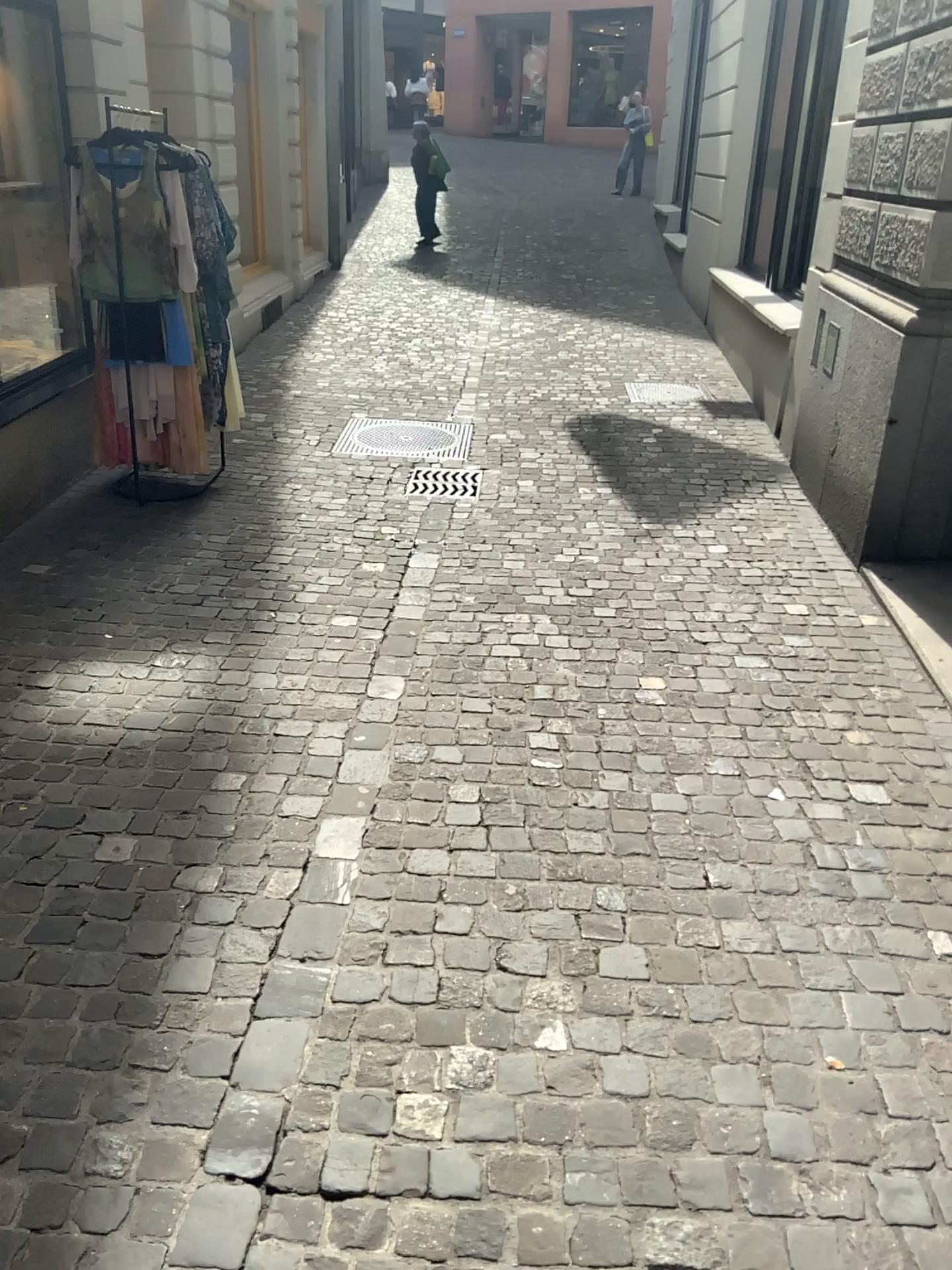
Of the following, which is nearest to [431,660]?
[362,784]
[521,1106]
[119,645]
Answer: [362,784]
